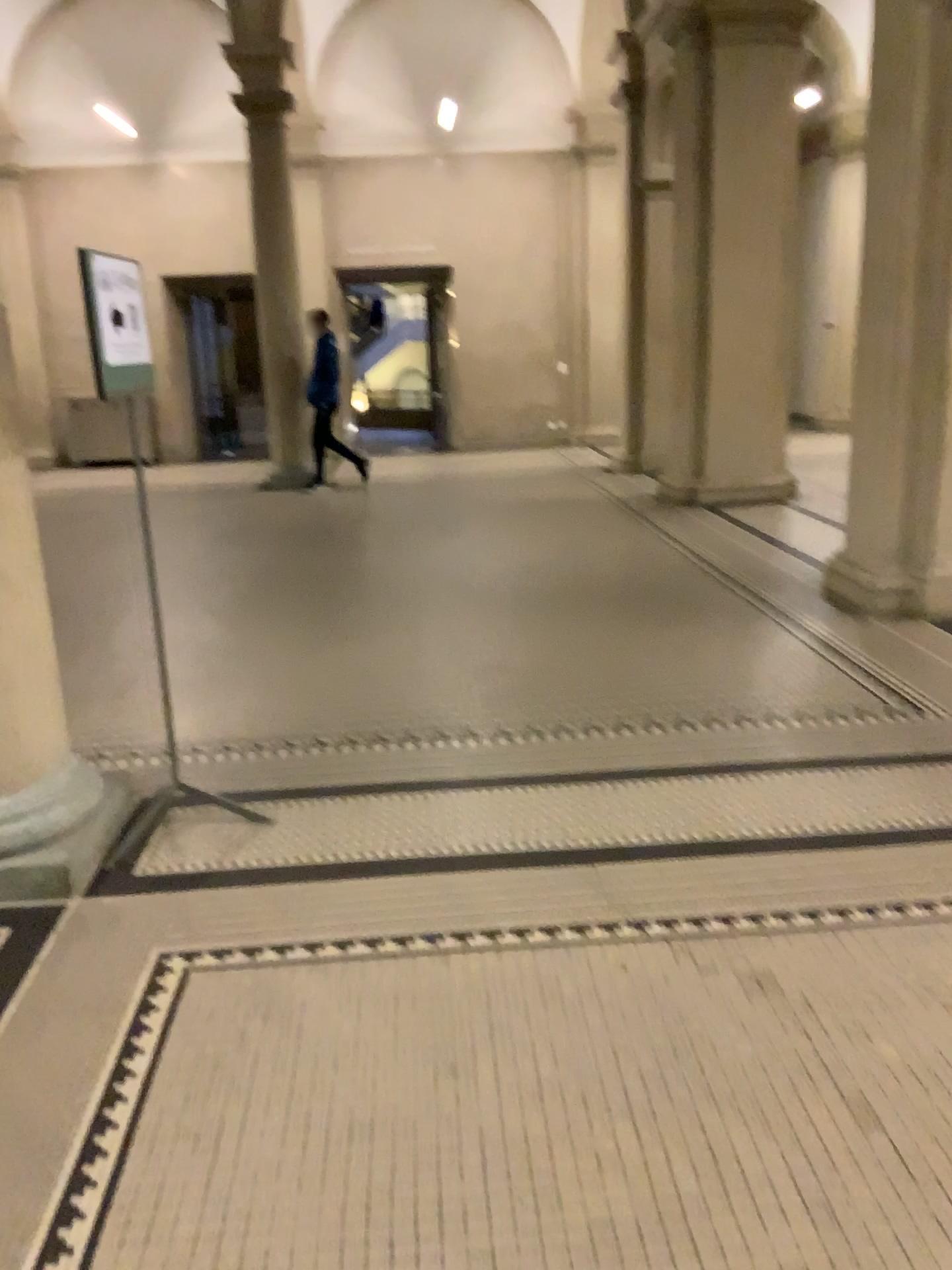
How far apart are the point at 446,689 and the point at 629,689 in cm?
85
